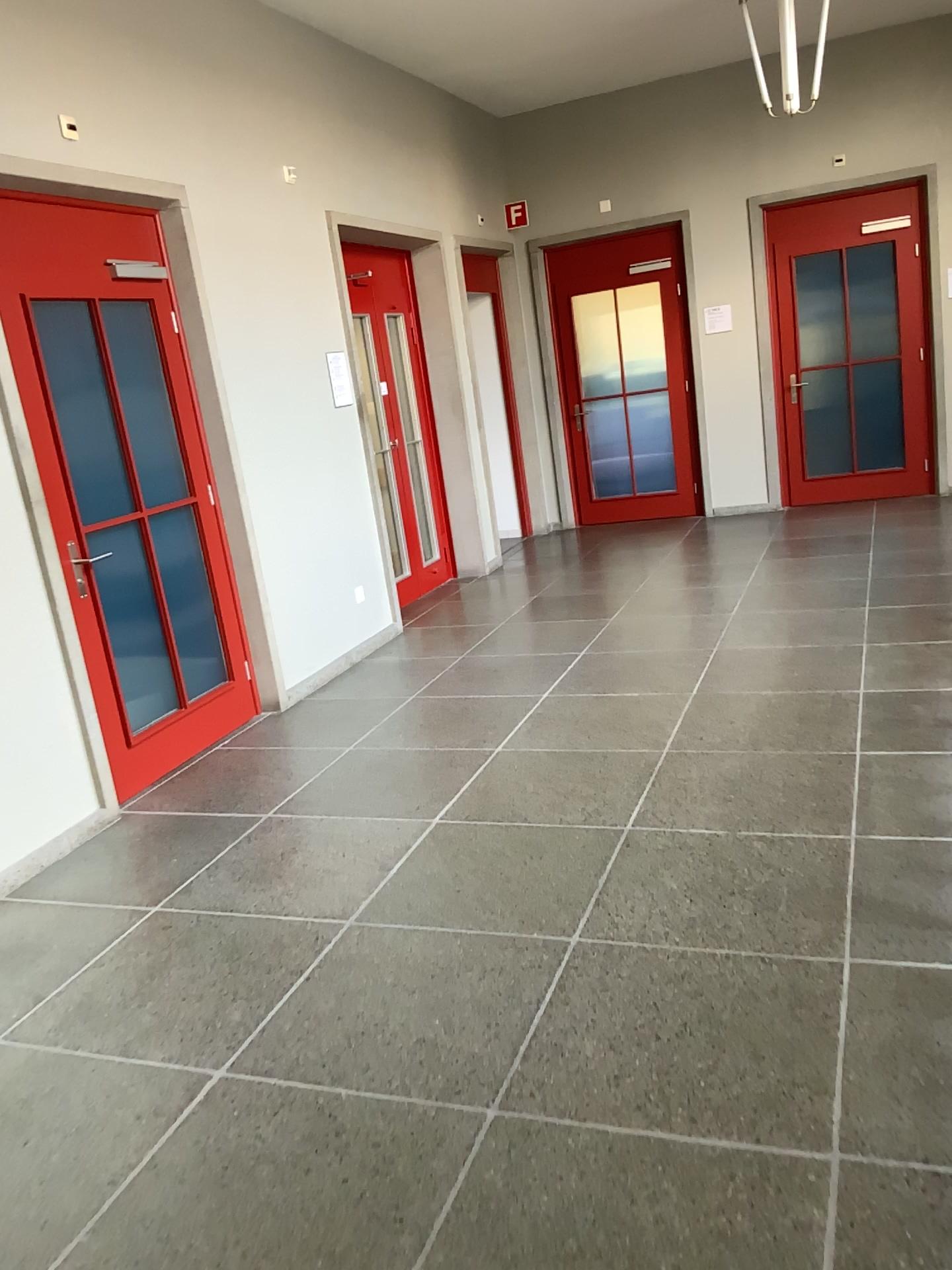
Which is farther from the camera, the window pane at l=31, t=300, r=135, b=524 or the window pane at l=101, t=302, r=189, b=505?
the window pane at l=101, t=302, r=189, b=505

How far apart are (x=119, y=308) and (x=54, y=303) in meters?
0.4

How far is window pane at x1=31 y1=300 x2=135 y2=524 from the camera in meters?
4.0

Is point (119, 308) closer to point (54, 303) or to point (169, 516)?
point (54, 303)

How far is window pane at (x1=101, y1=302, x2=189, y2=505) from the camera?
4.4 meters

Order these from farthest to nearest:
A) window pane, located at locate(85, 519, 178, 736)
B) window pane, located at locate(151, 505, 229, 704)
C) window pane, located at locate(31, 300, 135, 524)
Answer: window pane, located at locate(151, 505, 229, 704) < window pane, located at locate(85, 519, 178, 736) < window pane, located at locate(31, 300, 135, 524)

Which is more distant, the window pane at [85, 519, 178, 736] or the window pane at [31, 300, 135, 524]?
the window pane at [85, 519, 178, 736]

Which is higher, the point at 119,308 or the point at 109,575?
the point at 119,308

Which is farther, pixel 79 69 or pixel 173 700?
pixel 173 700

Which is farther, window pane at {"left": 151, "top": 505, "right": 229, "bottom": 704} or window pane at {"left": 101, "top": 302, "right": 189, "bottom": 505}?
window pane at {"left": 151, "top": 505, "right": 229, "bottom": 704}
